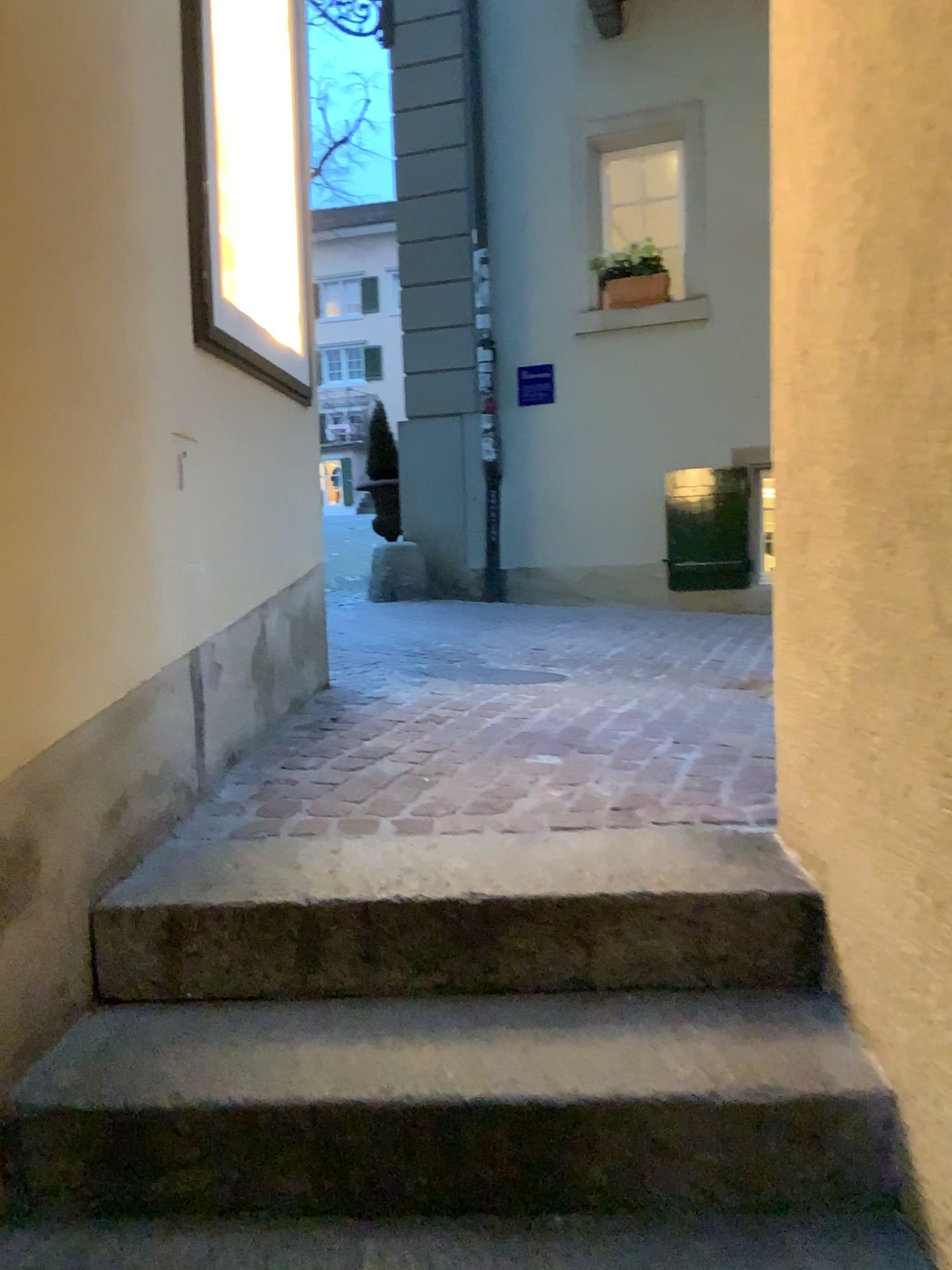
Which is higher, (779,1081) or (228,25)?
(228,25)

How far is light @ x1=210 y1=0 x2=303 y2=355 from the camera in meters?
3.2 m

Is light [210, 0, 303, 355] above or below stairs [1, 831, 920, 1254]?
above

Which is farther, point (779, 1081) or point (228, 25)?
point (228, 25)

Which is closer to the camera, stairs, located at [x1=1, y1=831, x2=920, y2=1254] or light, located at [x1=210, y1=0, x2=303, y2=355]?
stairs, located at [x1=1, y1=831, x2=920, y2=1254]

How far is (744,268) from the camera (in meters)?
6.00

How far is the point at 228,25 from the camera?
3.2 meters
